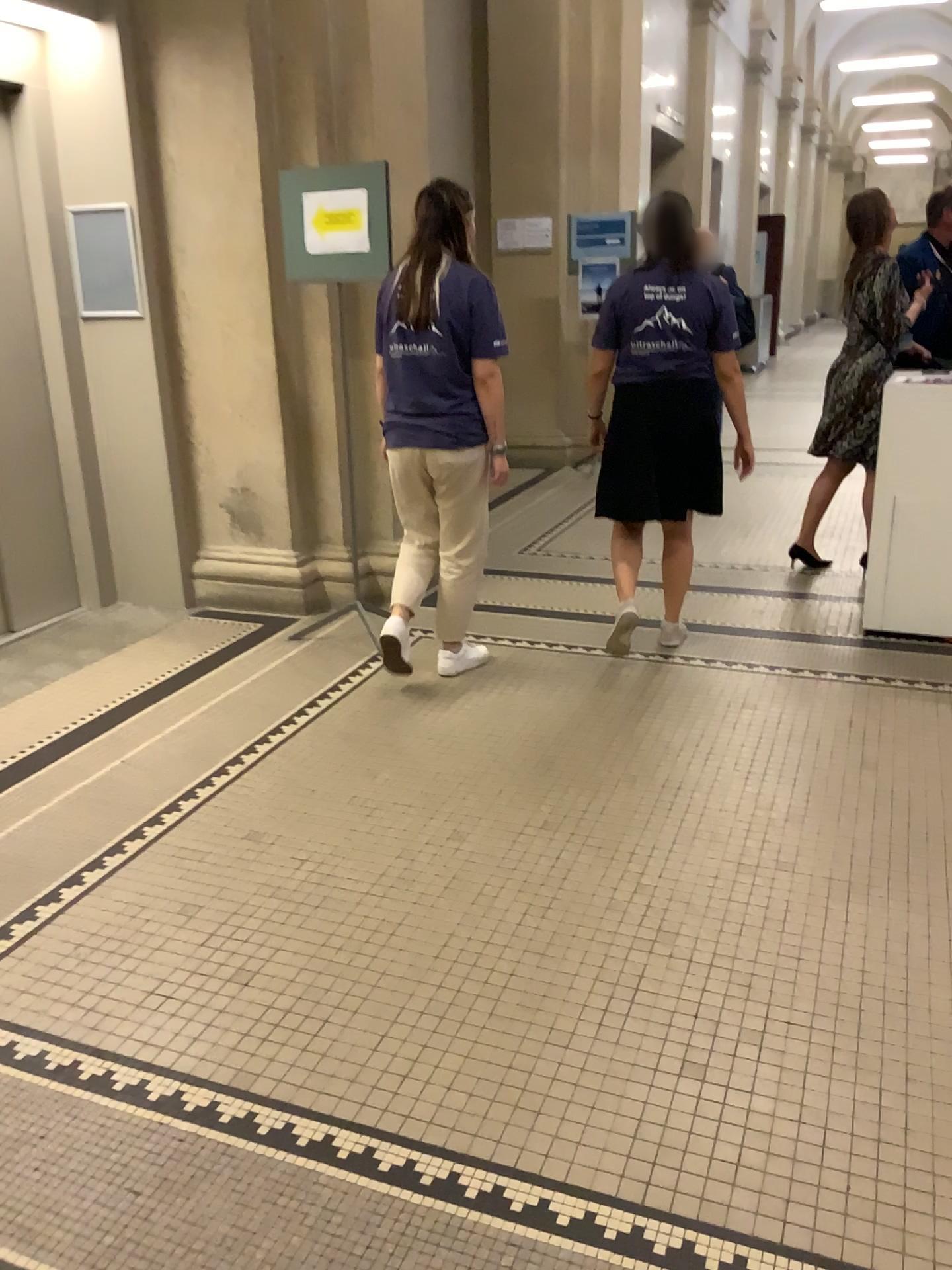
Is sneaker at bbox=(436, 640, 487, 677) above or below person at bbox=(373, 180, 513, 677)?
below

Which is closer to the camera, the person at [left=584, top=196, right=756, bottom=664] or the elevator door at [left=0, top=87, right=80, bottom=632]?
the person at [left=584, top=196, right=756, bottom=664]

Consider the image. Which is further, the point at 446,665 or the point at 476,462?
the point at 446,665

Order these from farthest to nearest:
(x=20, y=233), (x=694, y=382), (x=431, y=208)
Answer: (x=20, y=233) < (x=694, y=382) < (x=431, y=208)

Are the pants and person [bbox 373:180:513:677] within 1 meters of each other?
yes

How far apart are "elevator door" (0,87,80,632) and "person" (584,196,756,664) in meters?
2.4

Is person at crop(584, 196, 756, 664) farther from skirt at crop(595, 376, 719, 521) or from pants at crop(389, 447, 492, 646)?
pants at crop(389, 447, 492, 646)

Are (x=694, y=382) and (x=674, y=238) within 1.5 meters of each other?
yes

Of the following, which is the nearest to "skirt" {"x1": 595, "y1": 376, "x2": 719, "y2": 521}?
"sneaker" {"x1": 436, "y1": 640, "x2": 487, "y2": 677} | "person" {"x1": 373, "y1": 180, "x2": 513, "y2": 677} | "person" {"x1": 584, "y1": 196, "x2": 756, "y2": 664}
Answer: "person" {"x1": 584, "y1": 196, "x2": 756, "y2": 664}

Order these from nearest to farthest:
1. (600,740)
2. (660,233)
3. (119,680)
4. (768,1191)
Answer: (768,1191) < (600,740) < (660,233) < (119,680)
